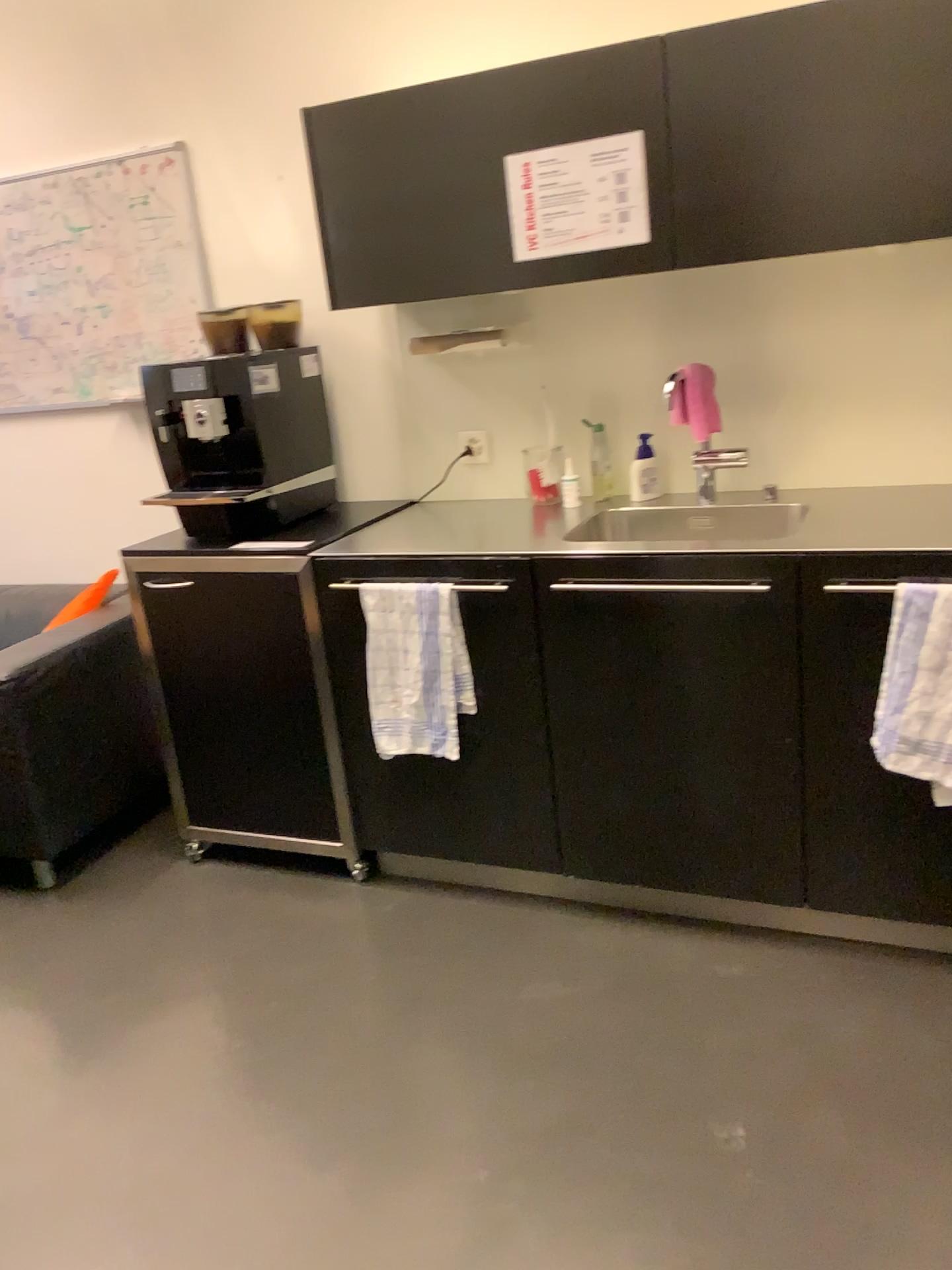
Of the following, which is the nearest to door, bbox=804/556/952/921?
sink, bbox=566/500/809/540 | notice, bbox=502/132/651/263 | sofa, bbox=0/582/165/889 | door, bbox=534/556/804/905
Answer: door, bbox=534/556/804/905

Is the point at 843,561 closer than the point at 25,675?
Yes

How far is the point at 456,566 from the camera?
2.3 meters

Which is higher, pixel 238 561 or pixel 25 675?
pixel 238 561

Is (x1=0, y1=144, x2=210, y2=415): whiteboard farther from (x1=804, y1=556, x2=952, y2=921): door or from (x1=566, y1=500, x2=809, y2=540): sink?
(x1=804, y1=556, x2=952, y2=921): door

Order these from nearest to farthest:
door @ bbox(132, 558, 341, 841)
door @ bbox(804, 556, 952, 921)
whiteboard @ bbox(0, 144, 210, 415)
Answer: door @ bbox(804, 556, 952, 921), door @ bbox(132, 558, 341, 841), whiteboard @ bbox(0, 144, 210, 415)

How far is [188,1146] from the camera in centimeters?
191cm

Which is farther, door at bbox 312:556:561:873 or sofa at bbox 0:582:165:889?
sofa at bbox 0:582:165:889

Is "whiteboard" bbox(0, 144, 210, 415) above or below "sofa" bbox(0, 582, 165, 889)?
above

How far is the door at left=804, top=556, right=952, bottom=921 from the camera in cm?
202
